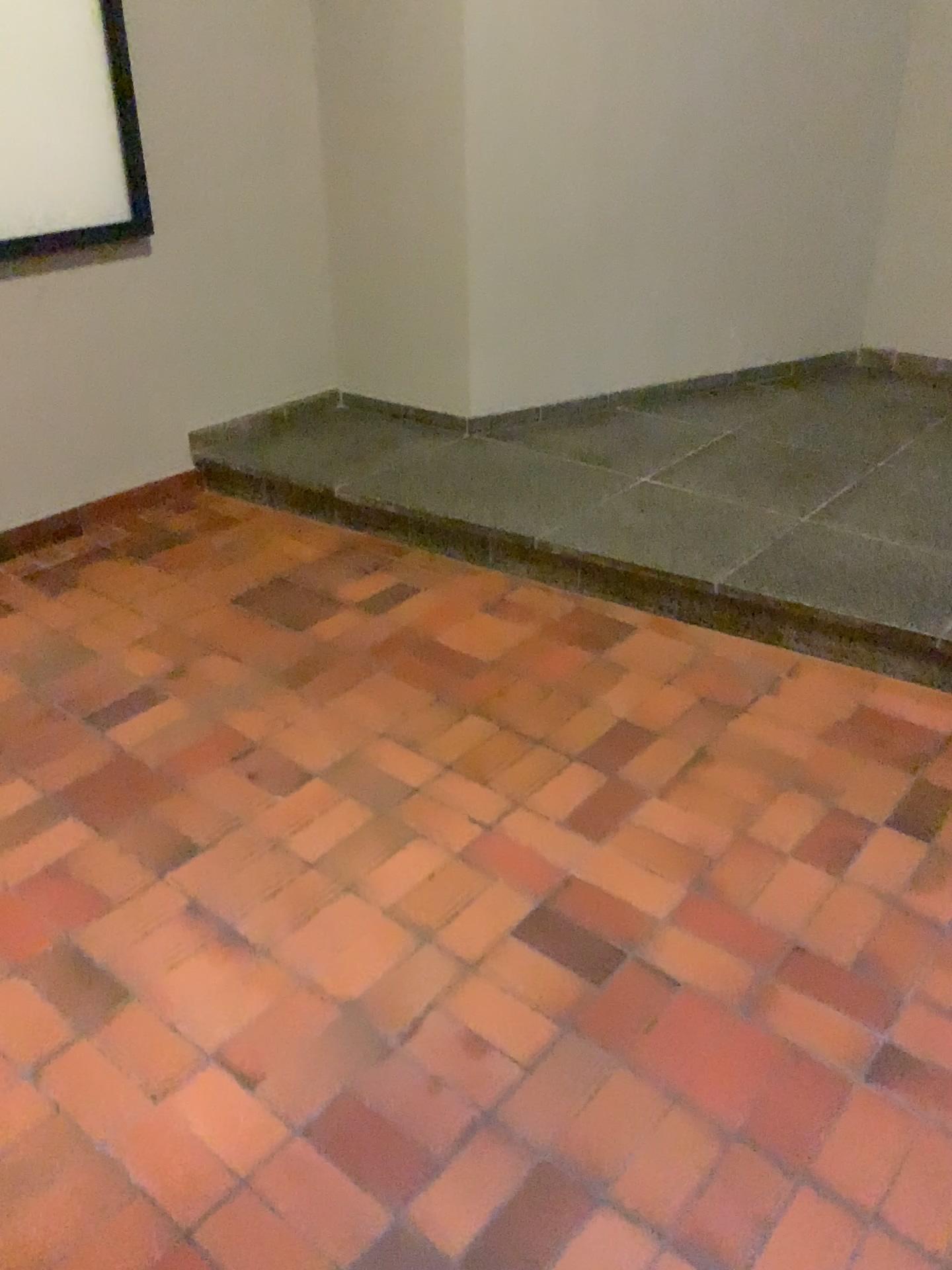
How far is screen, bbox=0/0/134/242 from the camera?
2.9m

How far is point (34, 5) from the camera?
2.87m

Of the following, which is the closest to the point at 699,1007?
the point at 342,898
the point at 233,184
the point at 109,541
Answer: the point at 342,898
